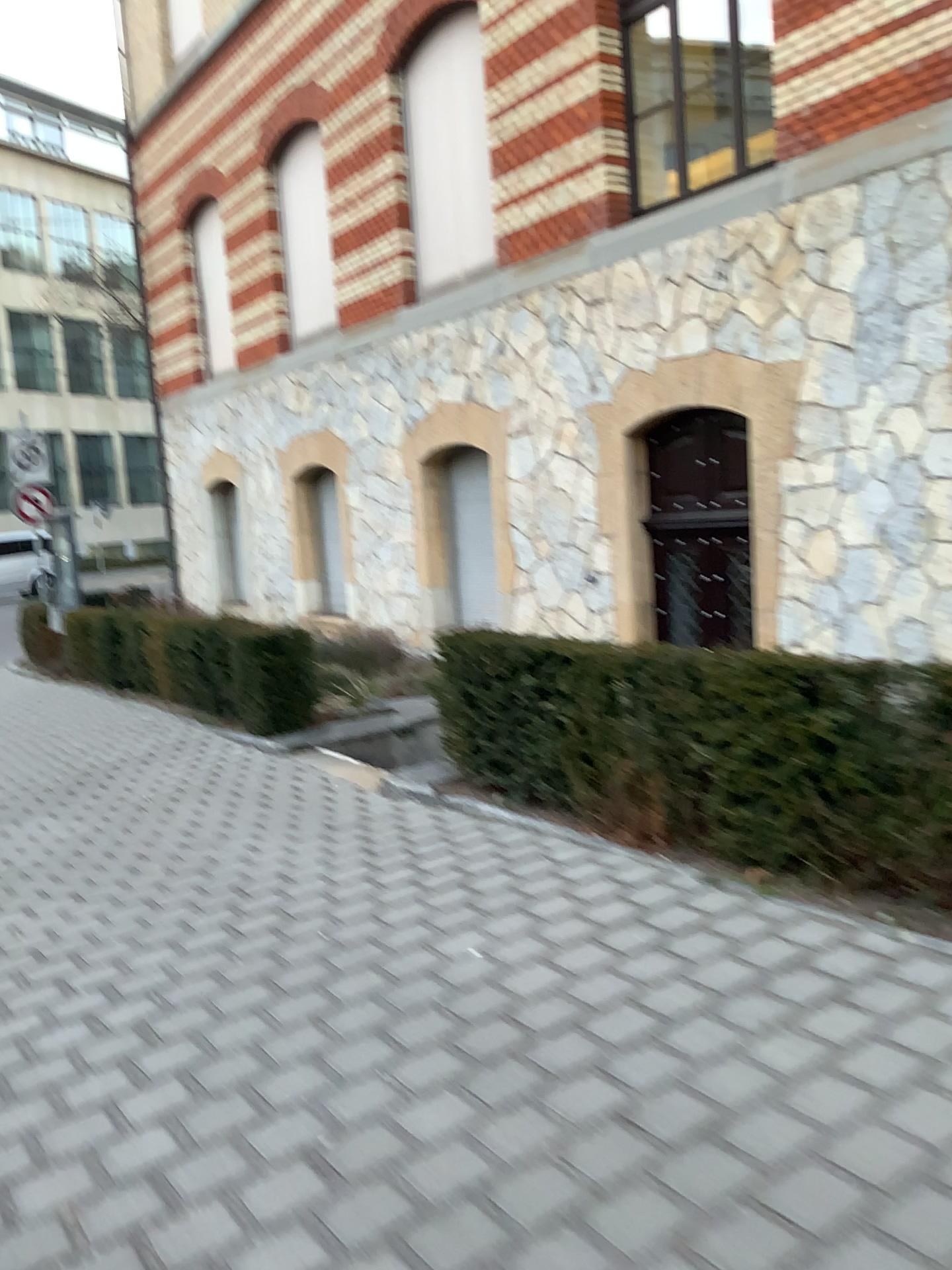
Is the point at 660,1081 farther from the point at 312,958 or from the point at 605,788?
the point at 605,788
